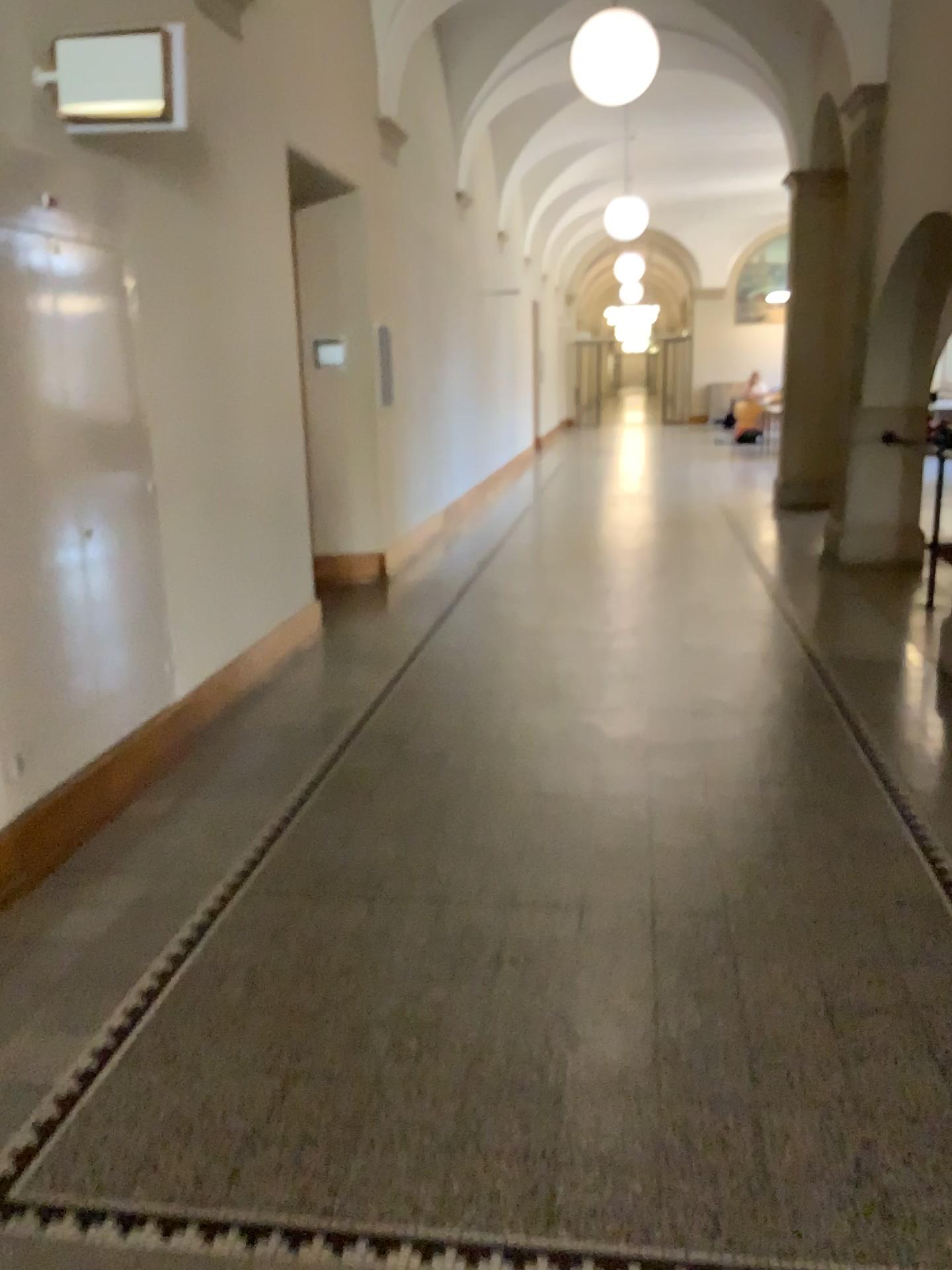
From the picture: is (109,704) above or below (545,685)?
above
